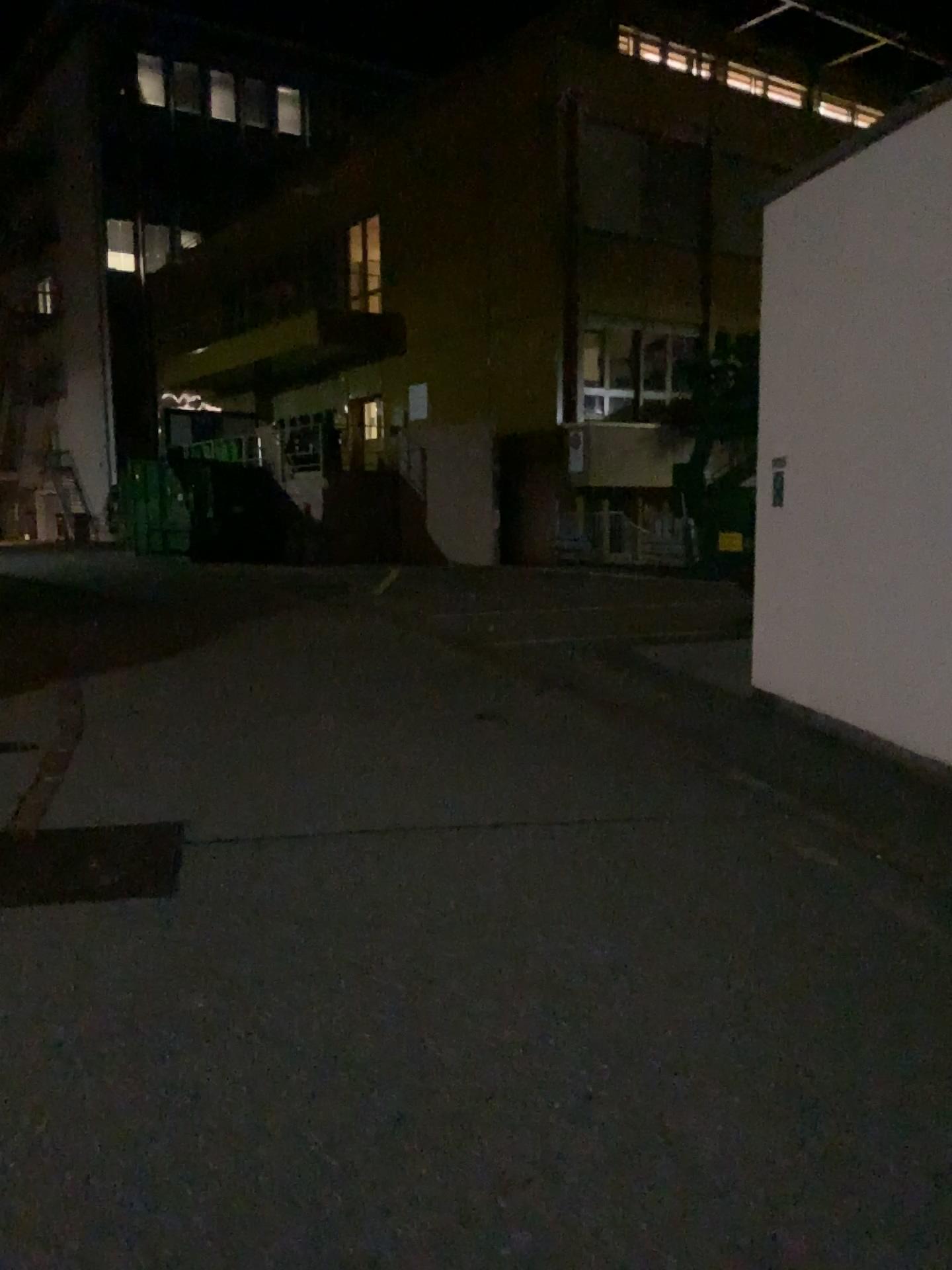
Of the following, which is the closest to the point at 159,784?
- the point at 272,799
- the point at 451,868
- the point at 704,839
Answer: the point at 272,799
